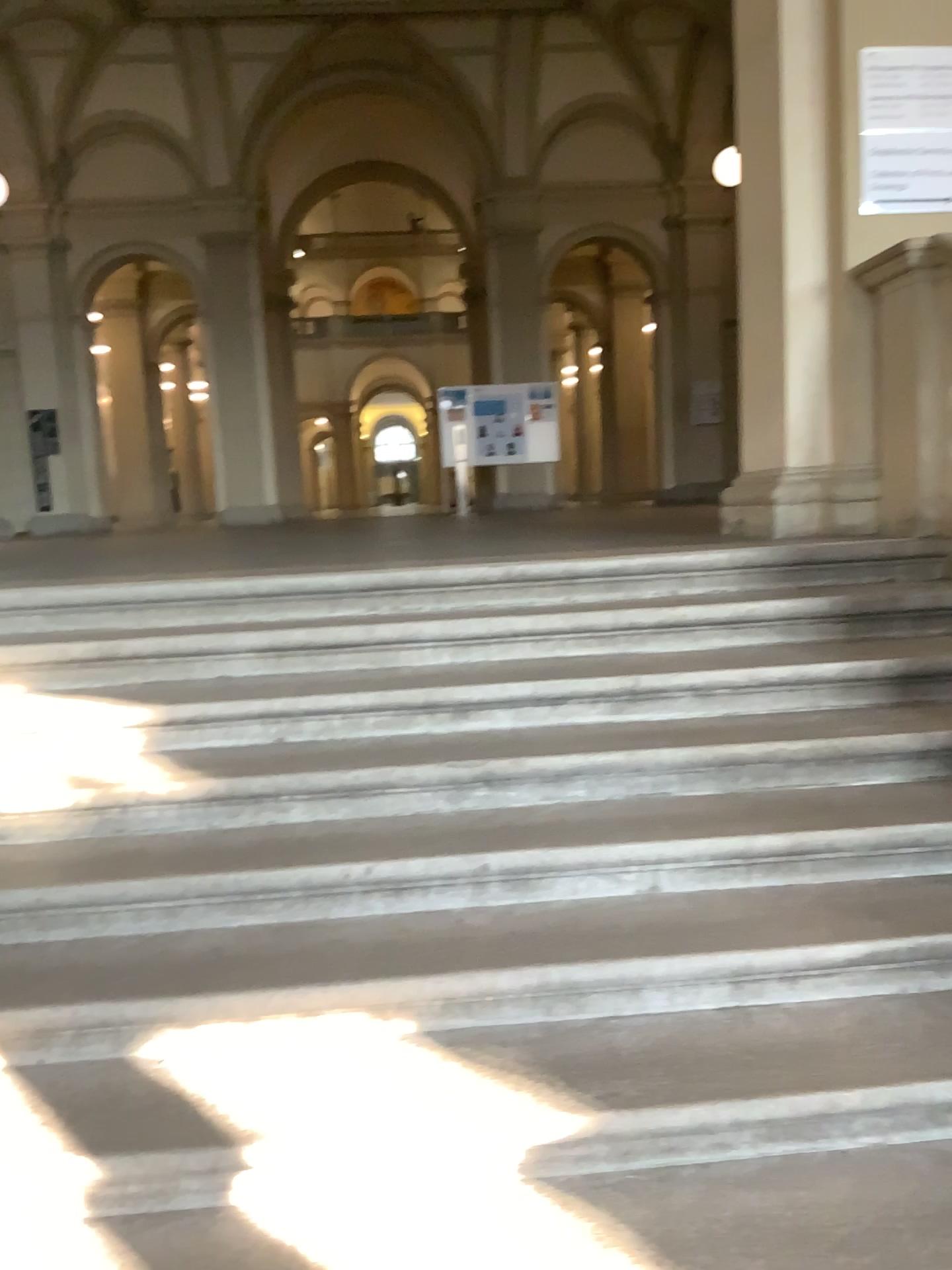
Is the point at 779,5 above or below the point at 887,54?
above

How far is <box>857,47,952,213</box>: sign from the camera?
4.0m

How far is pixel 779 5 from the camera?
4.2m

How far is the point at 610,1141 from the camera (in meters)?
1.98

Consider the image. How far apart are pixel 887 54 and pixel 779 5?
0.50m

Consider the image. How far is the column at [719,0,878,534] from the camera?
4.18m
